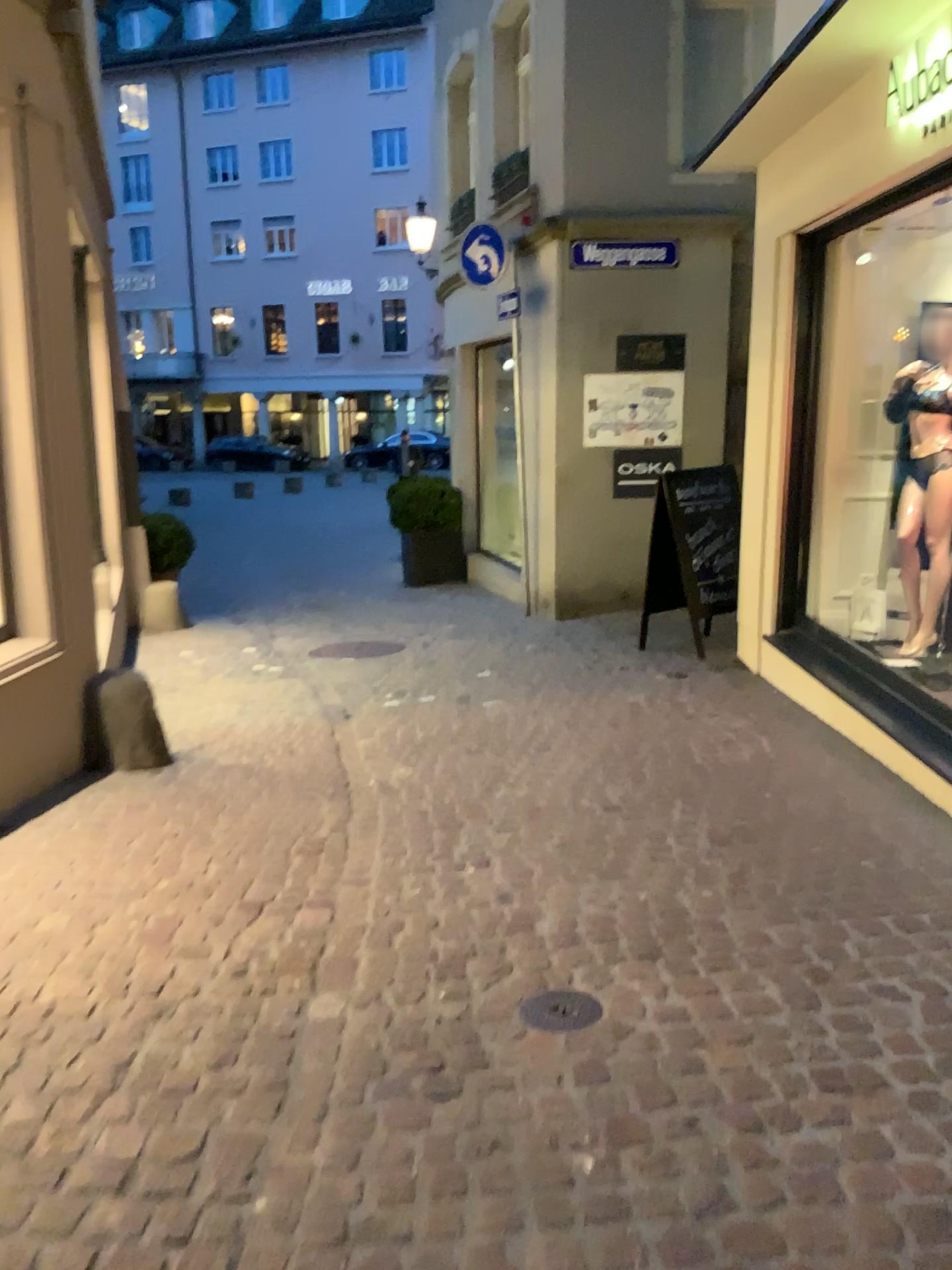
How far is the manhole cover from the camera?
2.6m

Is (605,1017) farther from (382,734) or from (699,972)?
(382,734)

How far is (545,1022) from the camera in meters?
2.6
